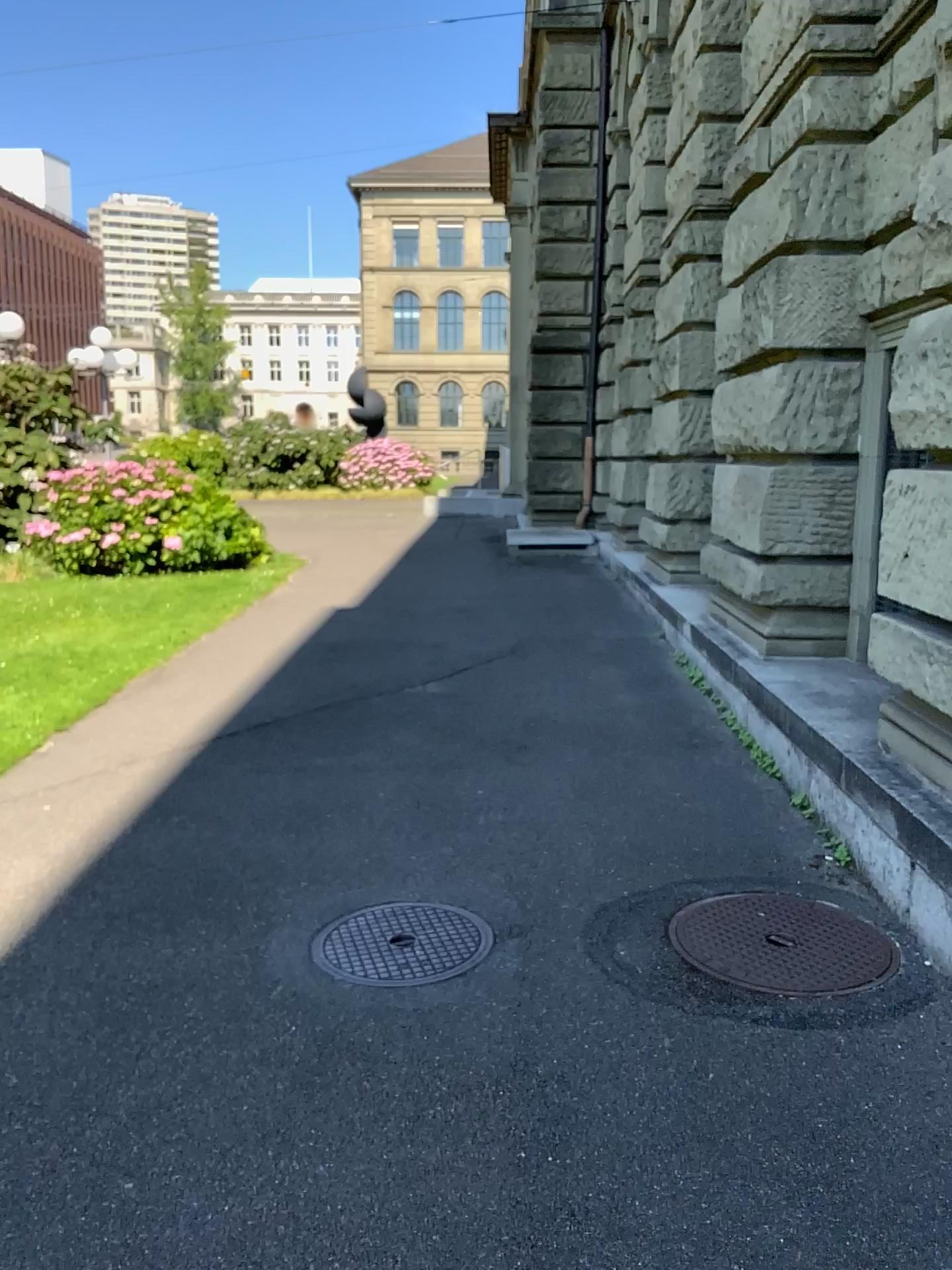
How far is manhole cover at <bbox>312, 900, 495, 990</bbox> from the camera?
3.0m

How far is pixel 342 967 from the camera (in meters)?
3.00

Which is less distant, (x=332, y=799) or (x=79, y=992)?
(x=79, y=992)
